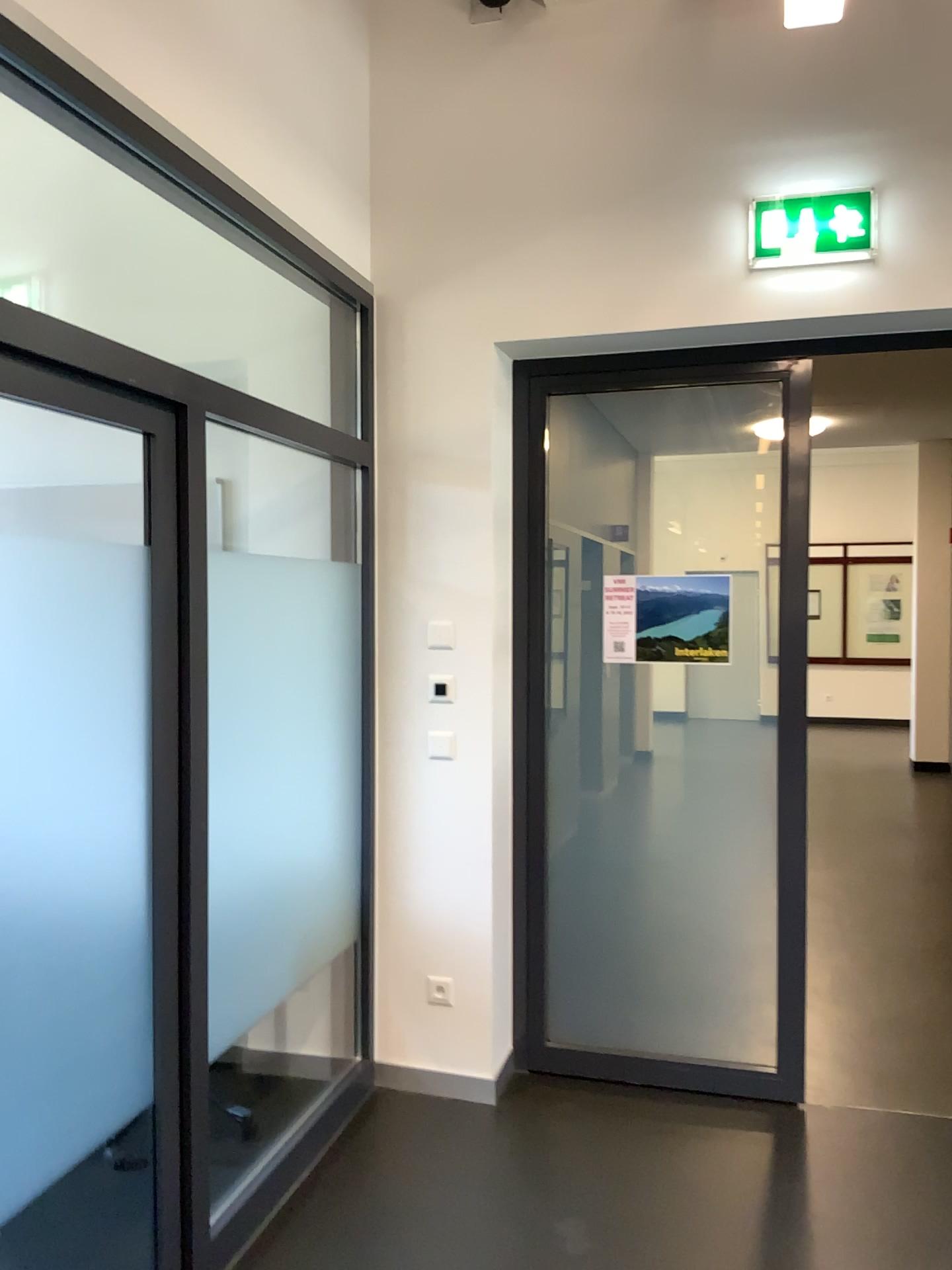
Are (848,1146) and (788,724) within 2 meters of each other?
yes

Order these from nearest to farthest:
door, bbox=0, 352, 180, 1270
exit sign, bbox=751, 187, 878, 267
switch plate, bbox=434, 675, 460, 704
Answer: door, bbox=0, 352, 180, 1270 → exit sign, bbox=751, 187, 878, 267 → switch plate, bbox=434, 675, 460, 704

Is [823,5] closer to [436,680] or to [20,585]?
[436,680]

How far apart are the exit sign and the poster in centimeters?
101cm

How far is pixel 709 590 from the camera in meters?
3.5 m

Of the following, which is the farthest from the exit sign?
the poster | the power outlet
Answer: the power outlet

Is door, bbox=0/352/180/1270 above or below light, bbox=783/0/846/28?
below

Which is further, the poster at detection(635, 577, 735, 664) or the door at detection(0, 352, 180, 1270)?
the poster at detection(635, 577, 735, 664)

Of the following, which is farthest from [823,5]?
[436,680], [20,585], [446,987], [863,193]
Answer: [446,987]

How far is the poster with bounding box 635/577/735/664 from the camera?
3.5 meters
